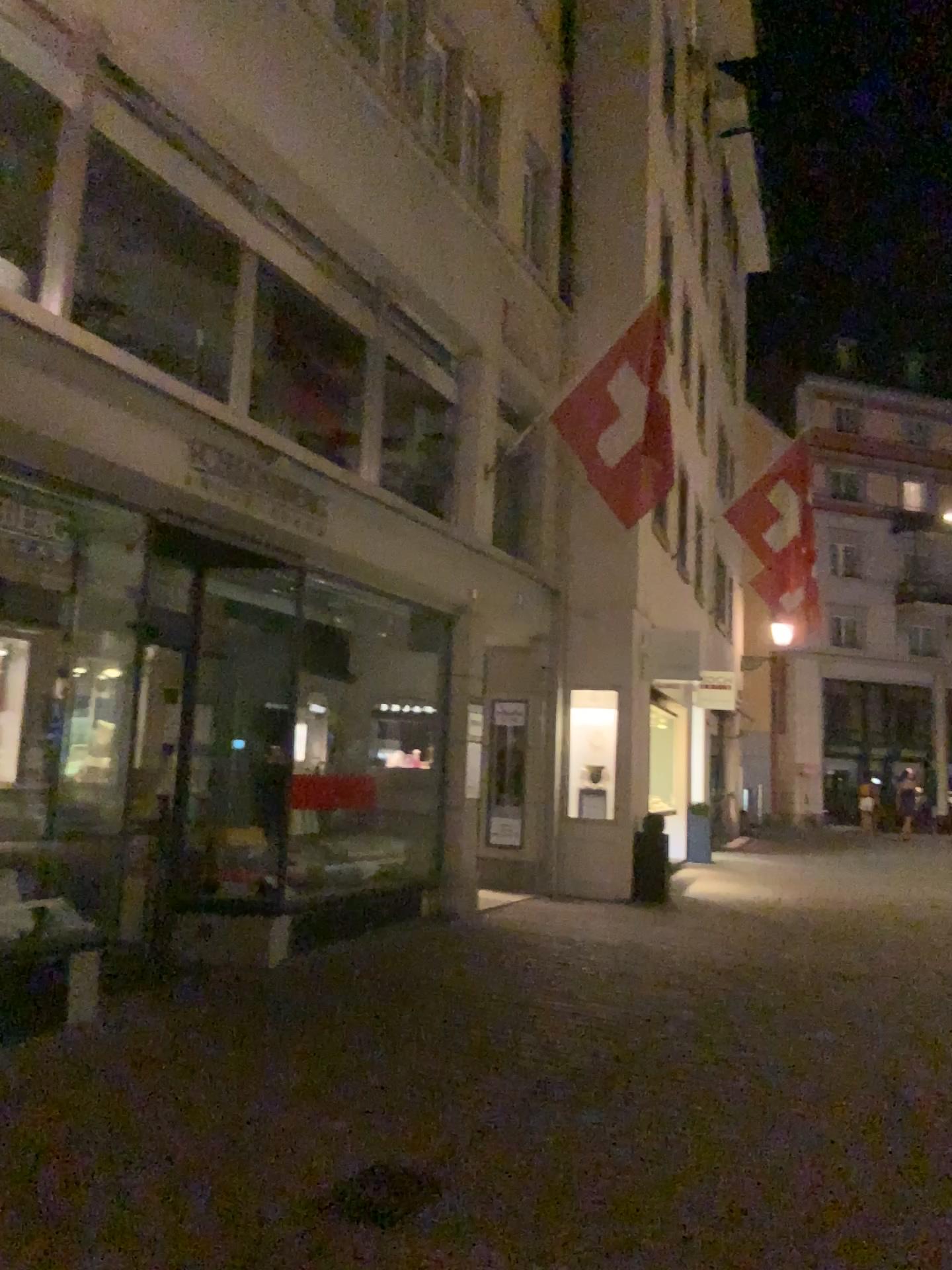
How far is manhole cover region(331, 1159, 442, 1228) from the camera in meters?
3.7

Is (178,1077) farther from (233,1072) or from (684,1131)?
(684,1131)

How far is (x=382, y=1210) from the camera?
3.7 meters
